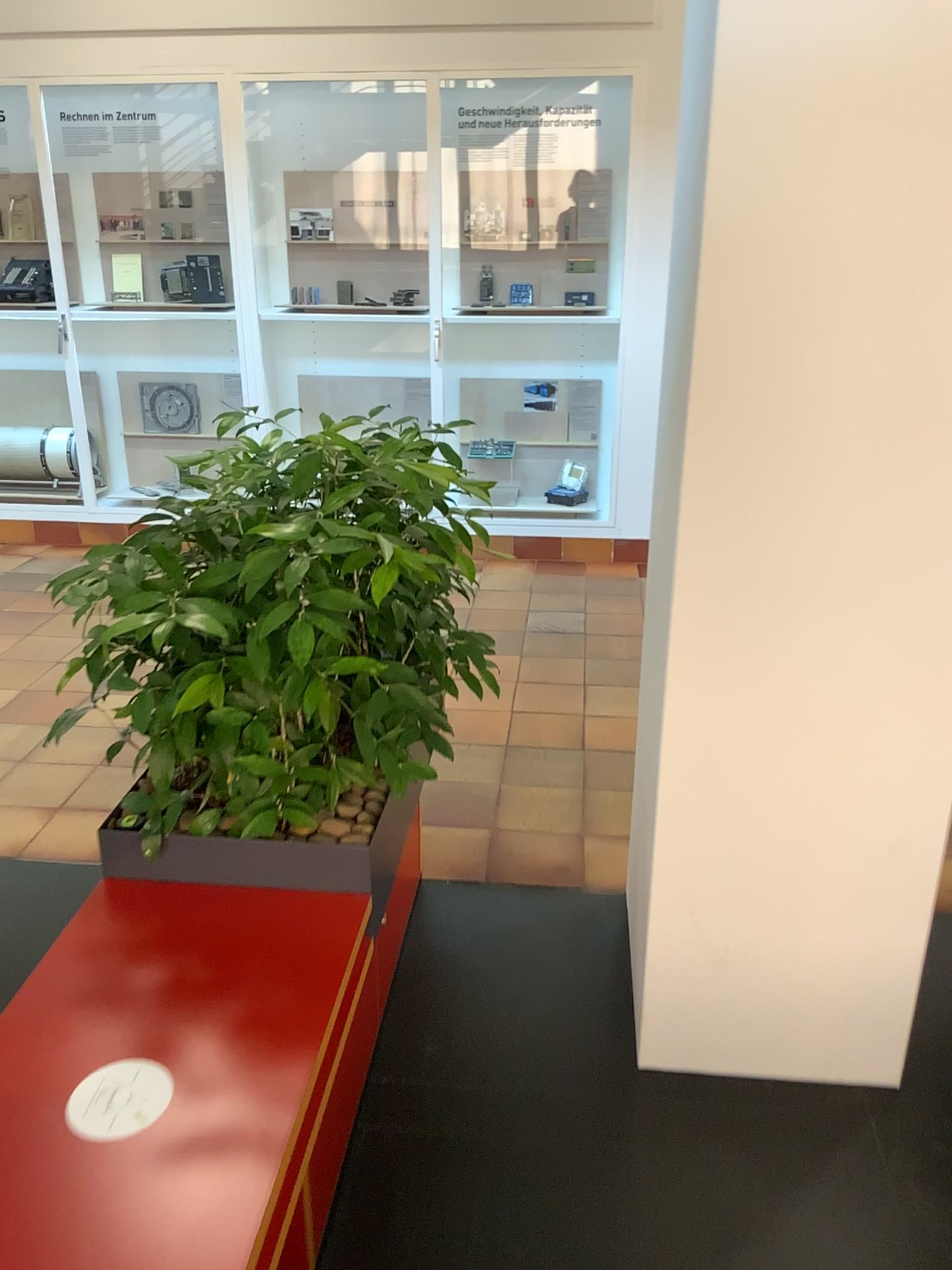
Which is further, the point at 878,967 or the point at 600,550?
the point at 600,550

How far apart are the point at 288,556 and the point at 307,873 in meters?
0.6

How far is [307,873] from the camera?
1.9 meters

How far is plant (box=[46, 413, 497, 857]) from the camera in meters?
1.8 m

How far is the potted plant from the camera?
1.78m

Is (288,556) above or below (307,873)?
above

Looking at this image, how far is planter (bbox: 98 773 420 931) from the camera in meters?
1.9 m
